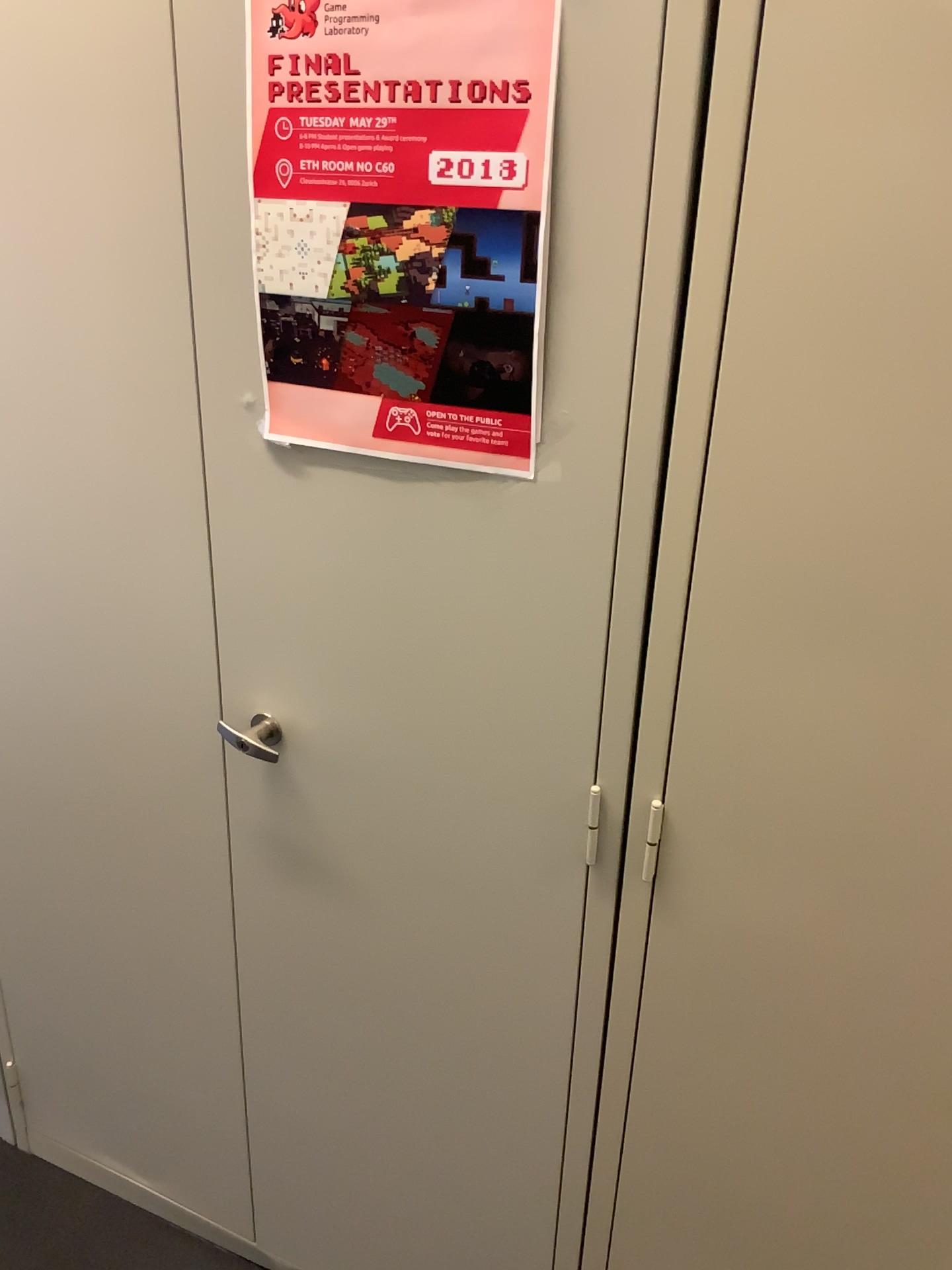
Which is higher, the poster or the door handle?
the poster

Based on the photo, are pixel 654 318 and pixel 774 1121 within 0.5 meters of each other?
no

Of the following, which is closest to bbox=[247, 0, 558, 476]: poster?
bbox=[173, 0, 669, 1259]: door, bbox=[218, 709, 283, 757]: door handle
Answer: bbox=[173, 0, 669, 1259]: door

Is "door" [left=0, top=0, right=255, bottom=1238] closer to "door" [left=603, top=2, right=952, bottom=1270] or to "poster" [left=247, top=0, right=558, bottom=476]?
"poster" [left=247, top=0, right=558, bottom=476]

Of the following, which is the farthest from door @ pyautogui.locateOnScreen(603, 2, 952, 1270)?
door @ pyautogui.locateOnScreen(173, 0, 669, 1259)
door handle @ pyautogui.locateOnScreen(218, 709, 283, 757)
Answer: door handle @ pyautogui.locateOnScreen(218, 709, 283, 757)

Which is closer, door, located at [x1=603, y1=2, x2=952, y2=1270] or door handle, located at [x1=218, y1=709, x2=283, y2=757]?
door, located at [x1=603, y1=2, x2=952, y2=1270]

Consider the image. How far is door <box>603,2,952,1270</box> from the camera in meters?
0.8

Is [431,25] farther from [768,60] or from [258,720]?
[258,720]

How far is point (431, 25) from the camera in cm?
87

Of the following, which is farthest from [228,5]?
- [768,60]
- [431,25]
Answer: [768,60]
